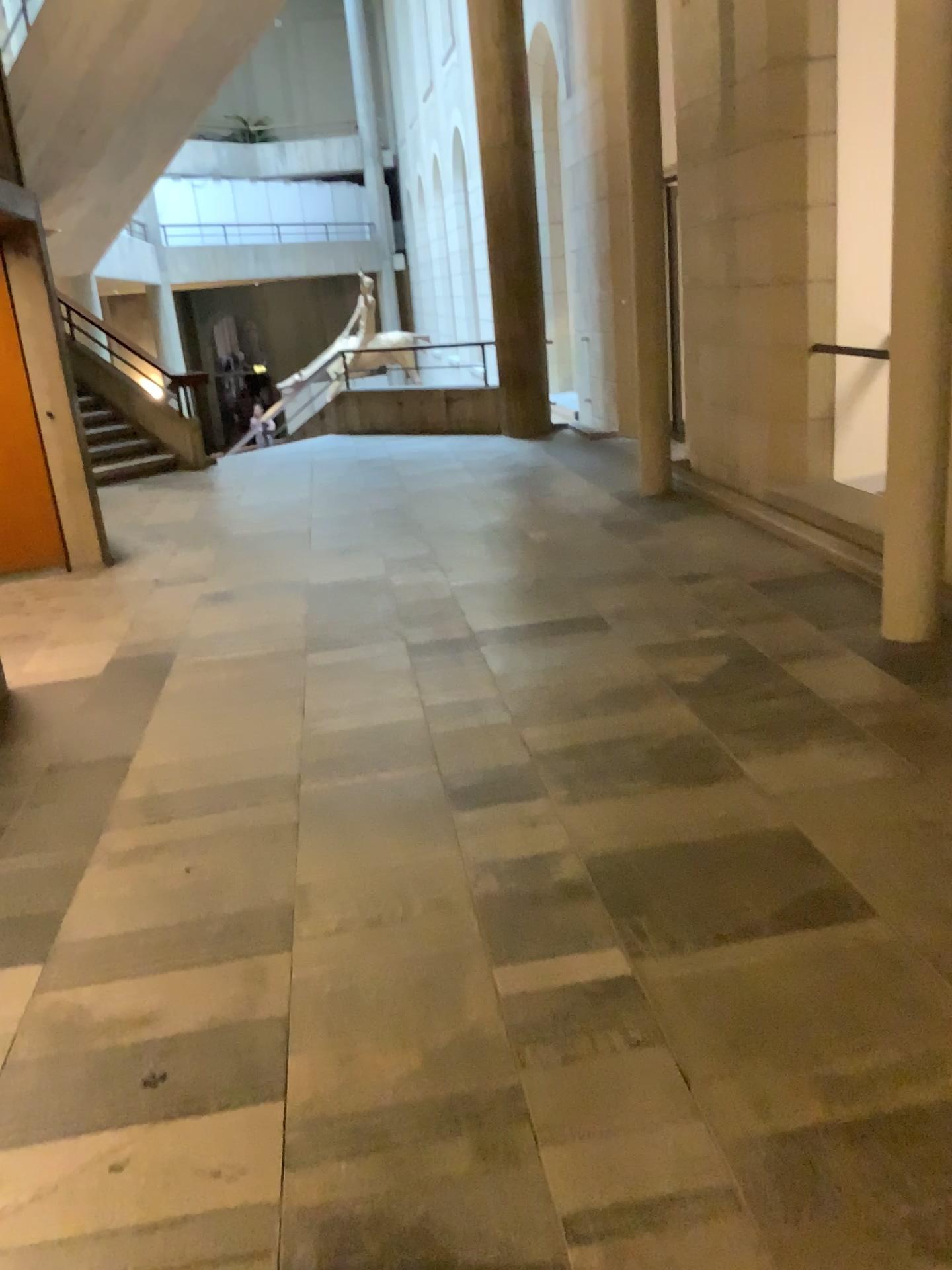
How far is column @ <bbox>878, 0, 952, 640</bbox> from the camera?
3.6m

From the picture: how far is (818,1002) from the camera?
2.18m

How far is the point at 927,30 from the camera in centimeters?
356cm
